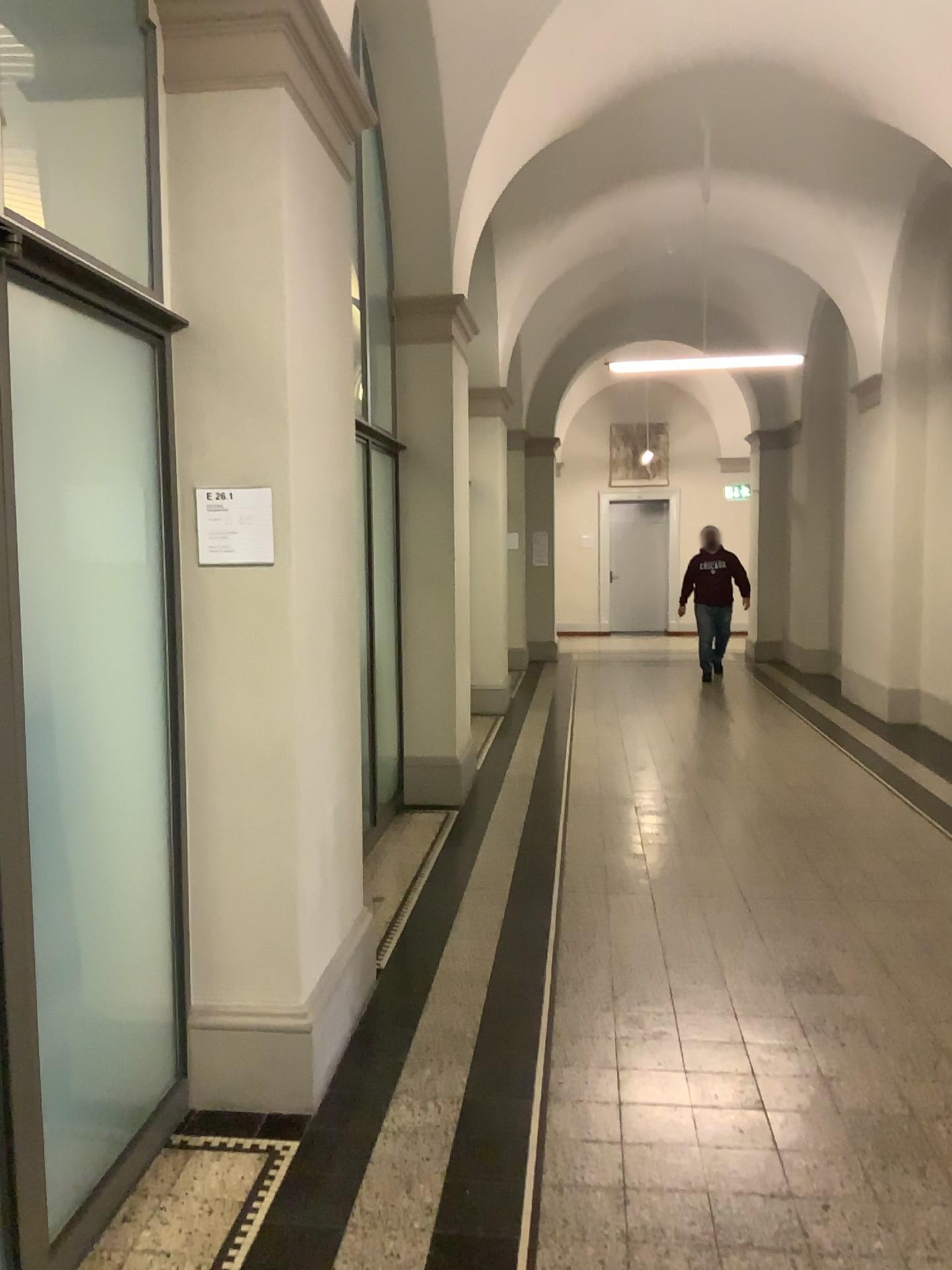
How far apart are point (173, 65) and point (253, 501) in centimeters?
117cm

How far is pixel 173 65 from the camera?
2.8m

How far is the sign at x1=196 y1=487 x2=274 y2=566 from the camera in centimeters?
286cm

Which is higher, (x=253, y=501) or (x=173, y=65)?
(x=173, y=65)

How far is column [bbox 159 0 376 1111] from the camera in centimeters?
281cm

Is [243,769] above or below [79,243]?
below
